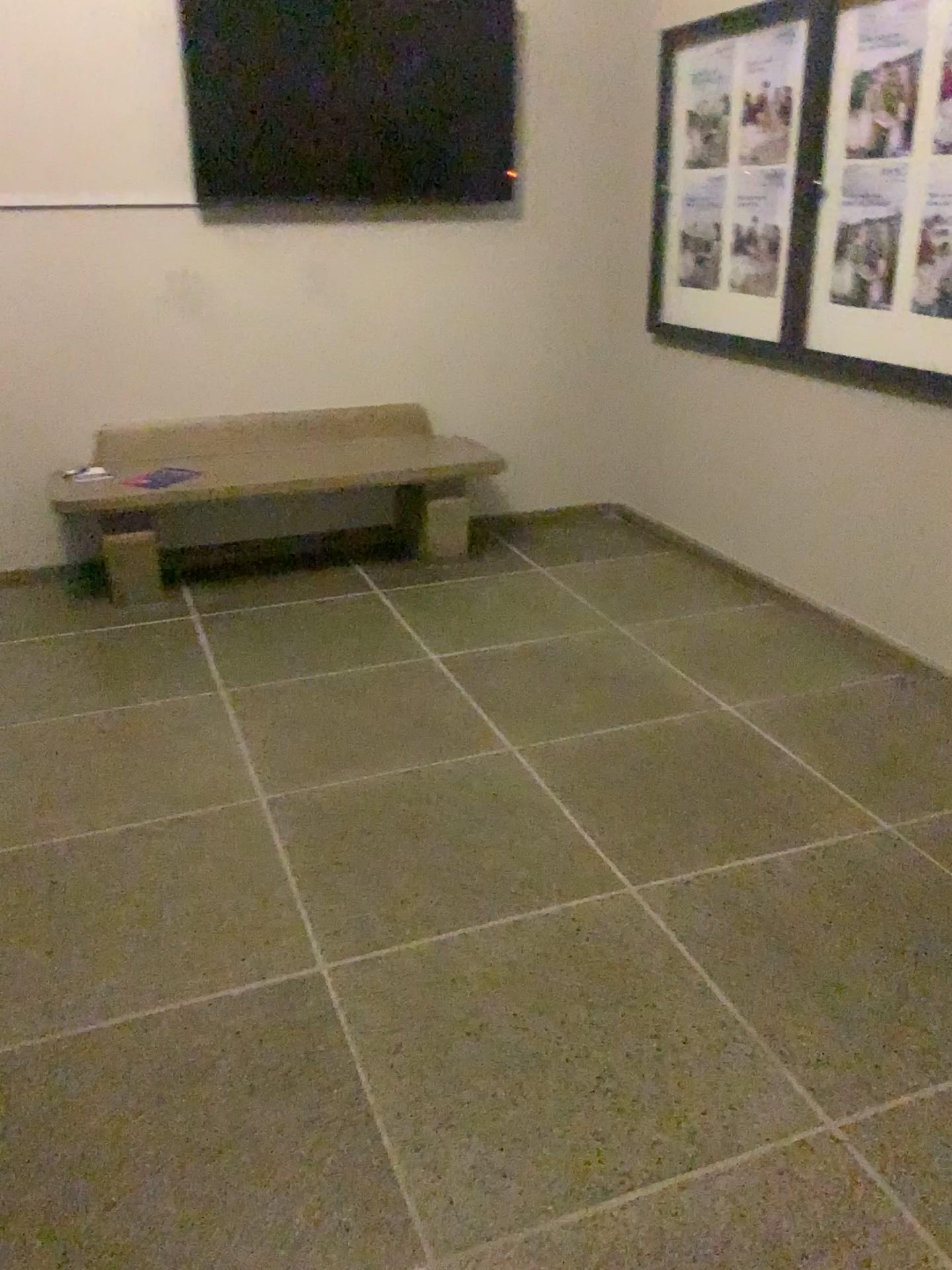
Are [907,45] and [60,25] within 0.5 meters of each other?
no

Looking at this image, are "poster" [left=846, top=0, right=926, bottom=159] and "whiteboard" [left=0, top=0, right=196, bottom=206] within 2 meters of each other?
no

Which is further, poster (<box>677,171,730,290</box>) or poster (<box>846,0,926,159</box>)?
poster (<box>677,171,730,290</box>)

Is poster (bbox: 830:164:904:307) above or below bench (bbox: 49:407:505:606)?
above

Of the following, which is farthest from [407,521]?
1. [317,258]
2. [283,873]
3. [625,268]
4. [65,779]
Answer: [283,873]

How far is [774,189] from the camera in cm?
364

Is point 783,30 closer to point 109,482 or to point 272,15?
point 272,15

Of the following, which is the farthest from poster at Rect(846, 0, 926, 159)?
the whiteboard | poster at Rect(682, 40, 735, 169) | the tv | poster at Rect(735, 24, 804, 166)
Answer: the whiteboard

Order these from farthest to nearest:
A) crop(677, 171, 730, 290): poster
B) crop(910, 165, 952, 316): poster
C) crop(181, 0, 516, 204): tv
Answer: crop(677, 171, 730, 290): poster < crop(181, 0, 516, 204): tv < crop(910, 165, 952, 316): poster

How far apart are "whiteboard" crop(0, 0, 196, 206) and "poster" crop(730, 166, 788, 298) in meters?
2.0 m
